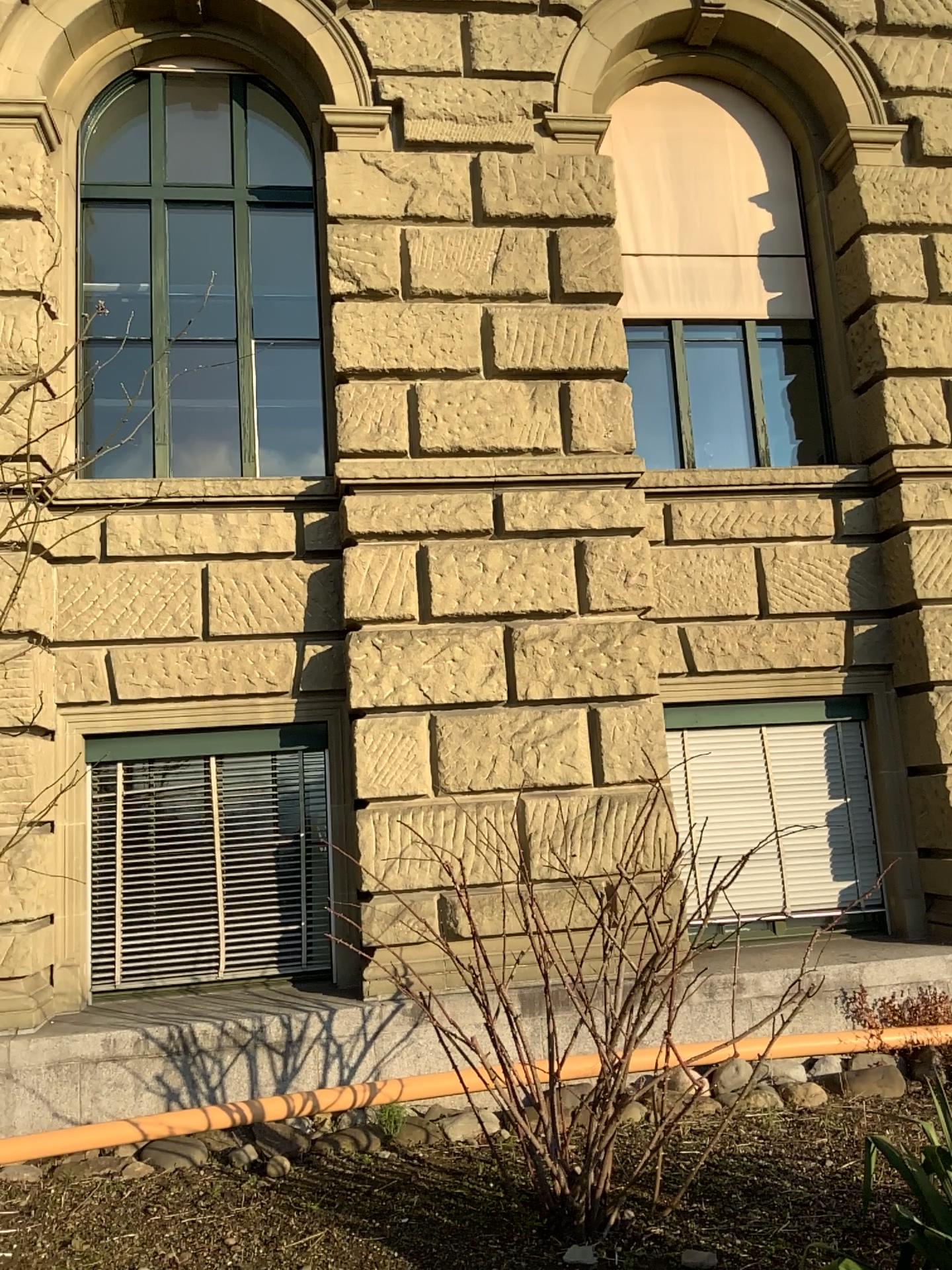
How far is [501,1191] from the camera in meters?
4.0 m
